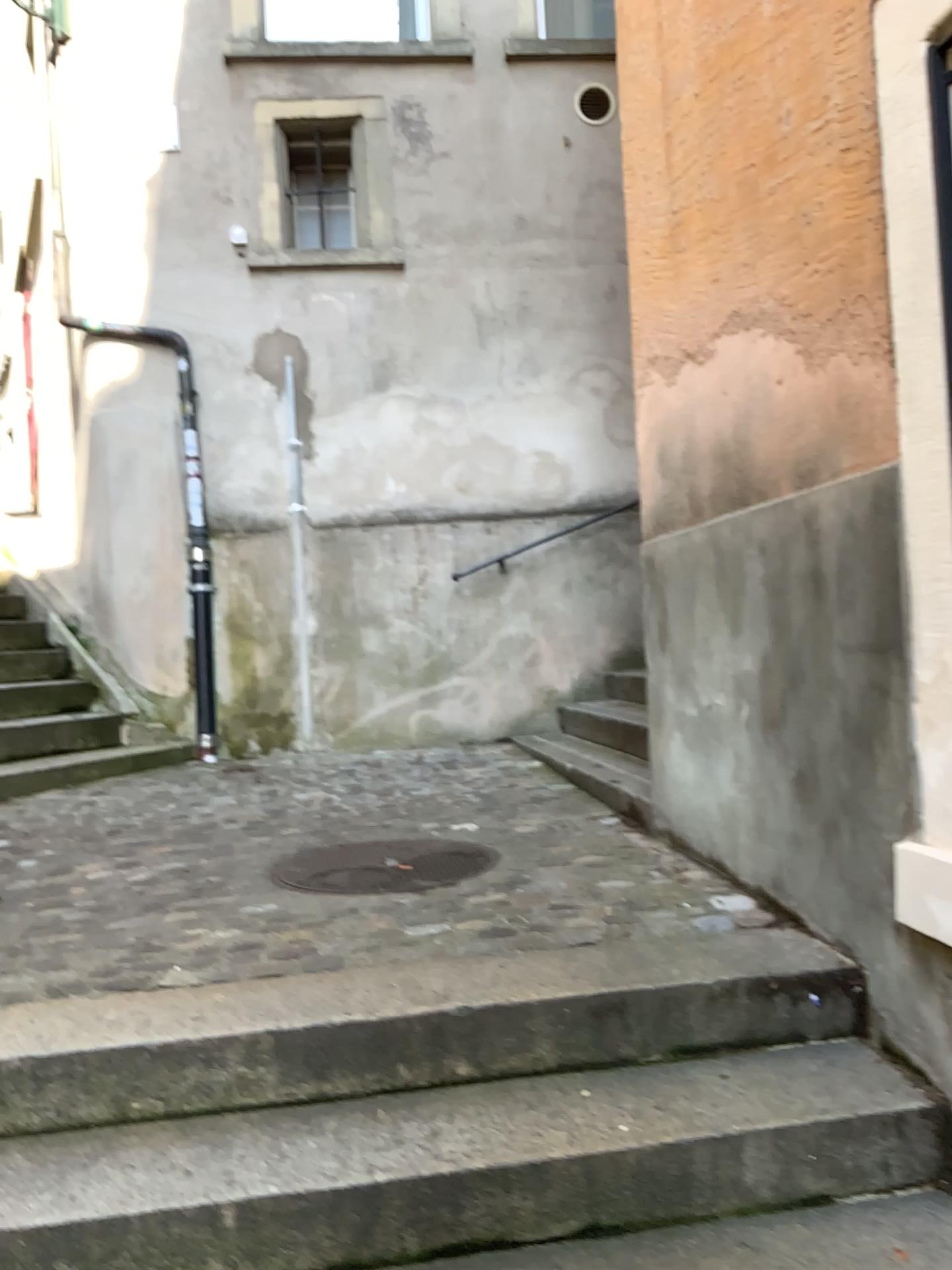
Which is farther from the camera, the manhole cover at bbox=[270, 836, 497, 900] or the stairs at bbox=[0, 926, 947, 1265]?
the manhole cover at bbox=[270, 836, 497, 900]

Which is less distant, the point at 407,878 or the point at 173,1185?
the point at 173,1185

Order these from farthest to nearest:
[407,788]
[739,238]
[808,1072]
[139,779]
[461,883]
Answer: [139,779], [407,788], [461,883], [739,238], [808,1072]
